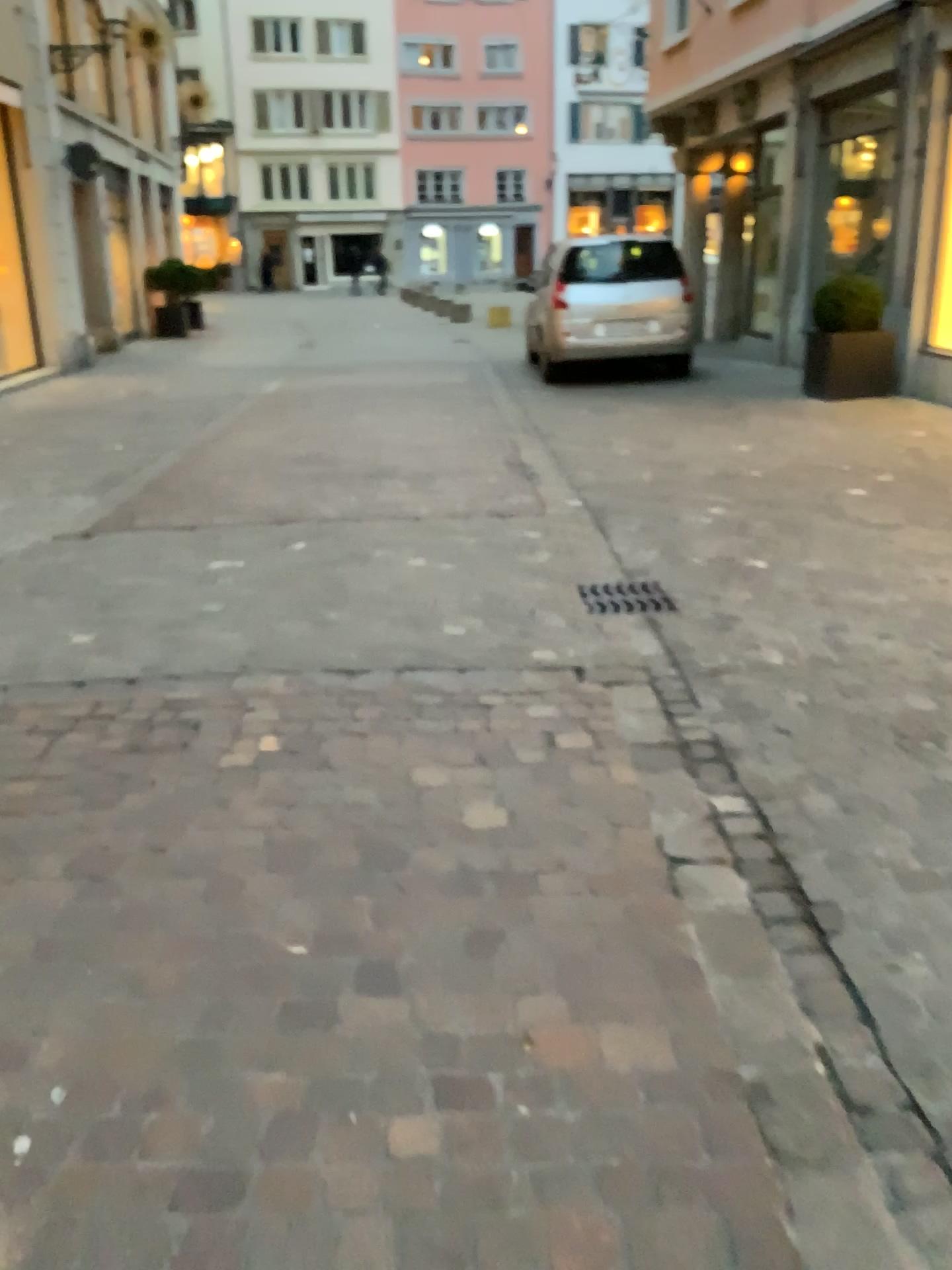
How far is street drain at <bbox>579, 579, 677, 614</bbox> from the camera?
4.3m

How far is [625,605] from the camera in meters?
4.3

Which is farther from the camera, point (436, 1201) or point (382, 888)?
point (382, 888)
